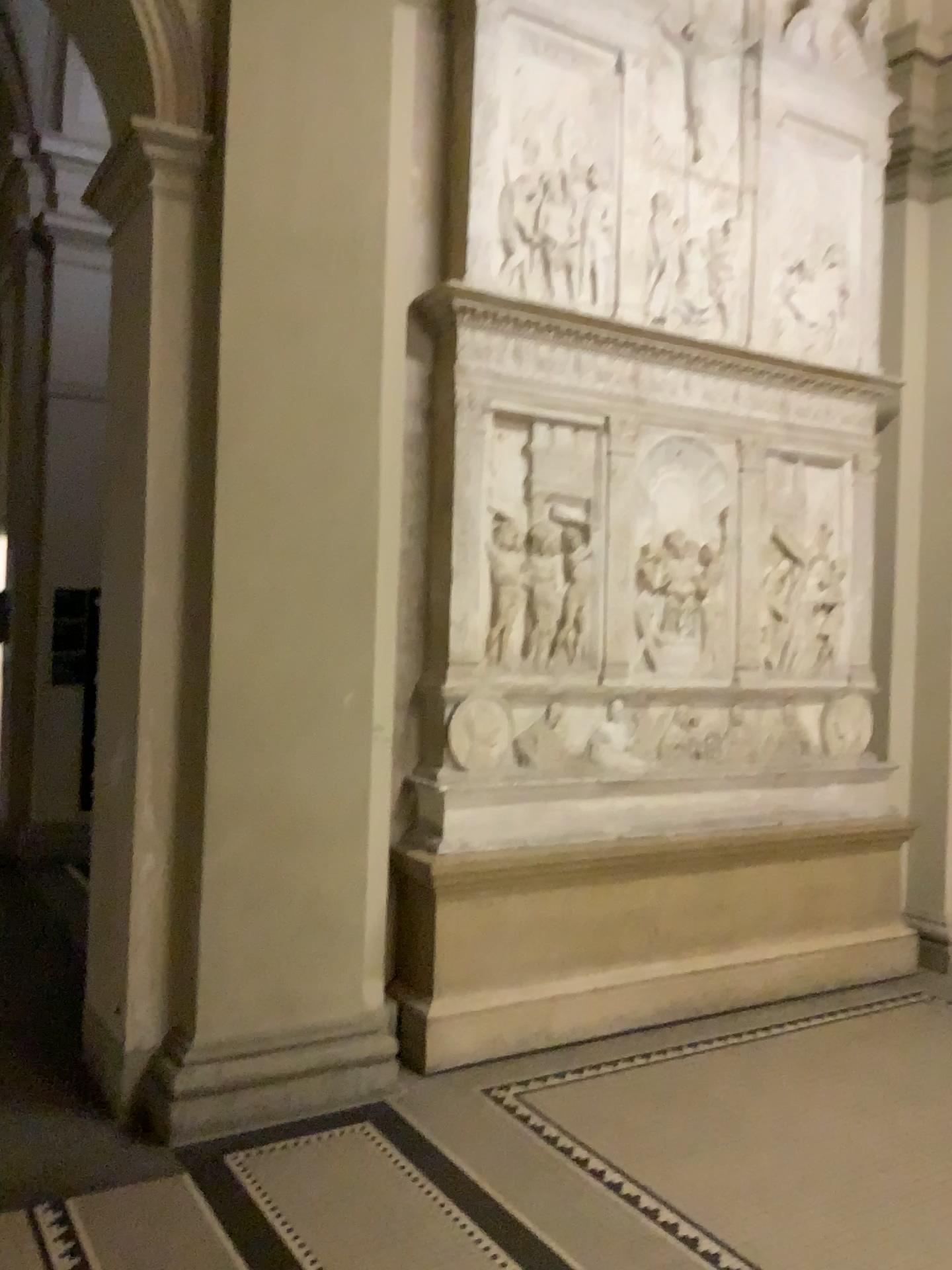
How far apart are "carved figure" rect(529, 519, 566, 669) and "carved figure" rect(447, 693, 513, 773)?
0.28m

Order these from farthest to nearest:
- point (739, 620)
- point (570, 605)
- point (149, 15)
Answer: point (739, 620) → point (570, 605) → point (149, 15)

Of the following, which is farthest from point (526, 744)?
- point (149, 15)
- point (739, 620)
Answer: point (149, 15)

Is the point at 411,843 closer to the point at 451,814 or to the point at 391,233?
the point at 451,814

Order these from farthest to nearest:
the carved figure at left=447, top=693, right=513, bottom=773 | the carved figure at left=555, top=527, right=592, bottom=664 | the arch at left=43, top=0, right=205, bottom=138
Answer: the carved figure at left=555, top=527, right=592, bottom=664
the carved figure at left=447, top=693, right=513, bottom=773
the arch at left=43, top=0, right=205, bottom=138

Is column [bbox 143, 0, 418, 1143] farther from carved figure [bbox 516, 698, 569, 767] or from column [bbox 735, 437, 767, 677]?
column [bbox 735, 437, 767, 677]

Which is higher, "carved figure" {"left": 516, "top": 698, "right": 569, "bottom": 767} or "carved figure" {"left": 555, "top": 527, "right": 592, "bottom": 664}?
"carved figure" {"left": 555, "top": 527, "right": 592, "bottom": 664}

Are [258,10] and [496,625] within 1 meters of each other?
no

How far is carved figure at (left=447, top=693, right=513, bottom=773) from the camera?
4.1m

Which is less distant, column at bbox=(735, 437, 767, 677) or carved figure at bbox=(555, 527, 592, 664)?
carved figure at bbox=(555, 527, 592, 664)
